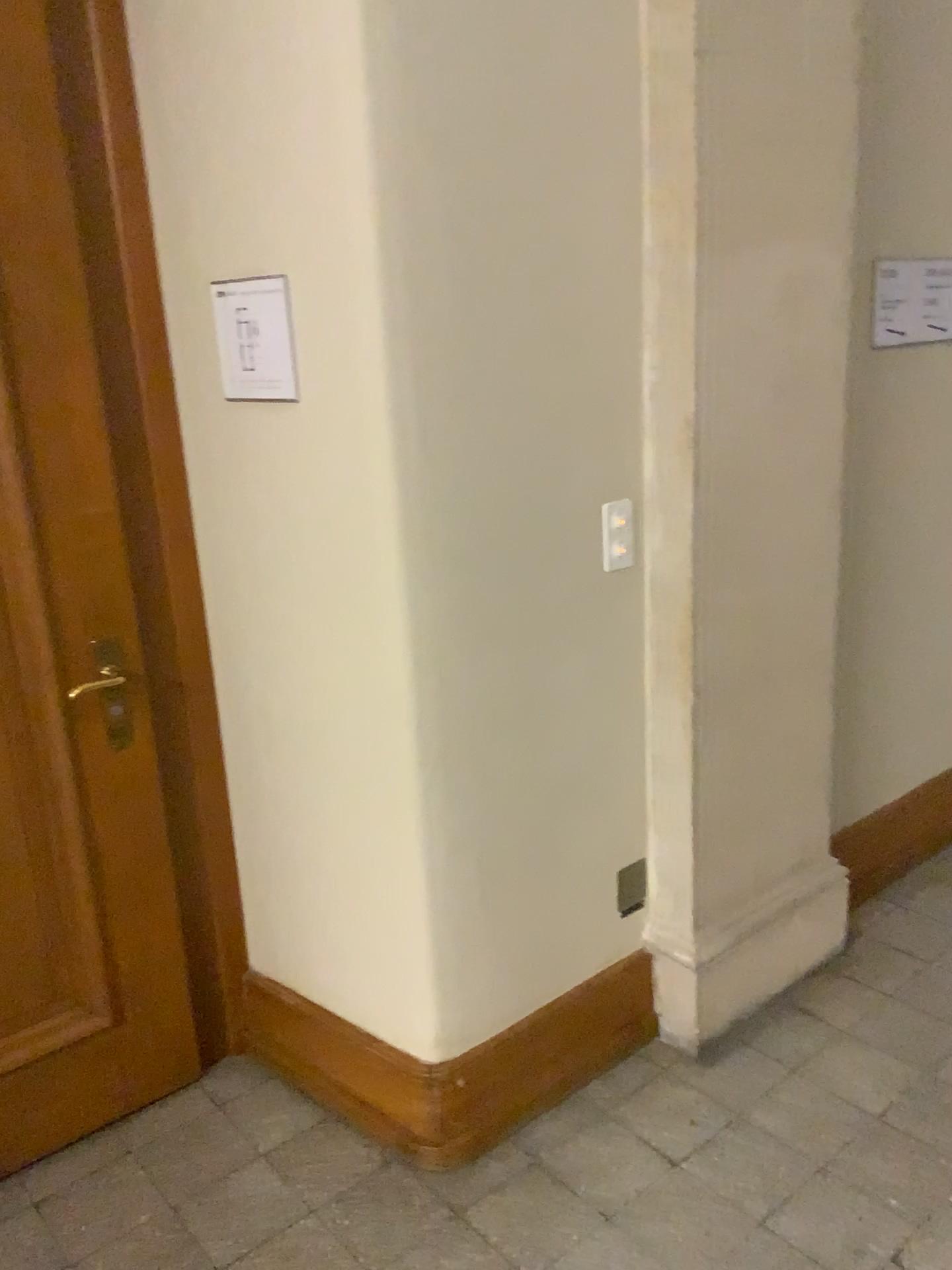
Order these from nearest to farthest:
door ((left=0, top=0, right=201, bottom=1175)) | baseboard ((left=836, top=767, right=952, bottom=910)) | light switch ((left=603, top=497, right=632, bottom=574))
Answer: door ((left=0, top=0, right=201, bottom=1175))
light switch ((left=603, top=497, right=632, bottom=574))
baseboard ((left=836, top=767, right=952, bottom=910))

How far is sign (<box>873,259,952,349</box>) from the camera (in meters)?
2.47

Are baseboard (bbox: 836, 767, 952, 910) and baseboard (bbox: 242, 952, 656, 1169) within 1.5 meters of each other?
yes

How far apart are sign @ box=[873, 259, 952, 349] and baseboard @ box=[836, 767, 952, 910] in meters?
1.3

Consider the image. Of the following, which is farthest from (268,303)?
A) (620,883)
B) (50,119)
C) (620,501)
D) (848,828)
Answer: (848,828)

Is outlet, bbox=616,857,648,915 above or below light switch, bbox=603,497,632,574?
below

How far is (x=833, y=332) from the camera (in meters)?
2.29

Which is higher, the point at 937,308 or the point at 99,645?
the point at 937,308

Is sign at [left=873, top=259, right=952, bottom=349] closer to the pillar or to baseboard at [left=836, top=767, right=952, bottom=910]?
the pillar

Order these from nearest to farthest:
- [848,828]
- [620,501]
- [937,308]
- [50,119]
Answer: [50,119] < [620,501] < [937,308] < [848,828]
